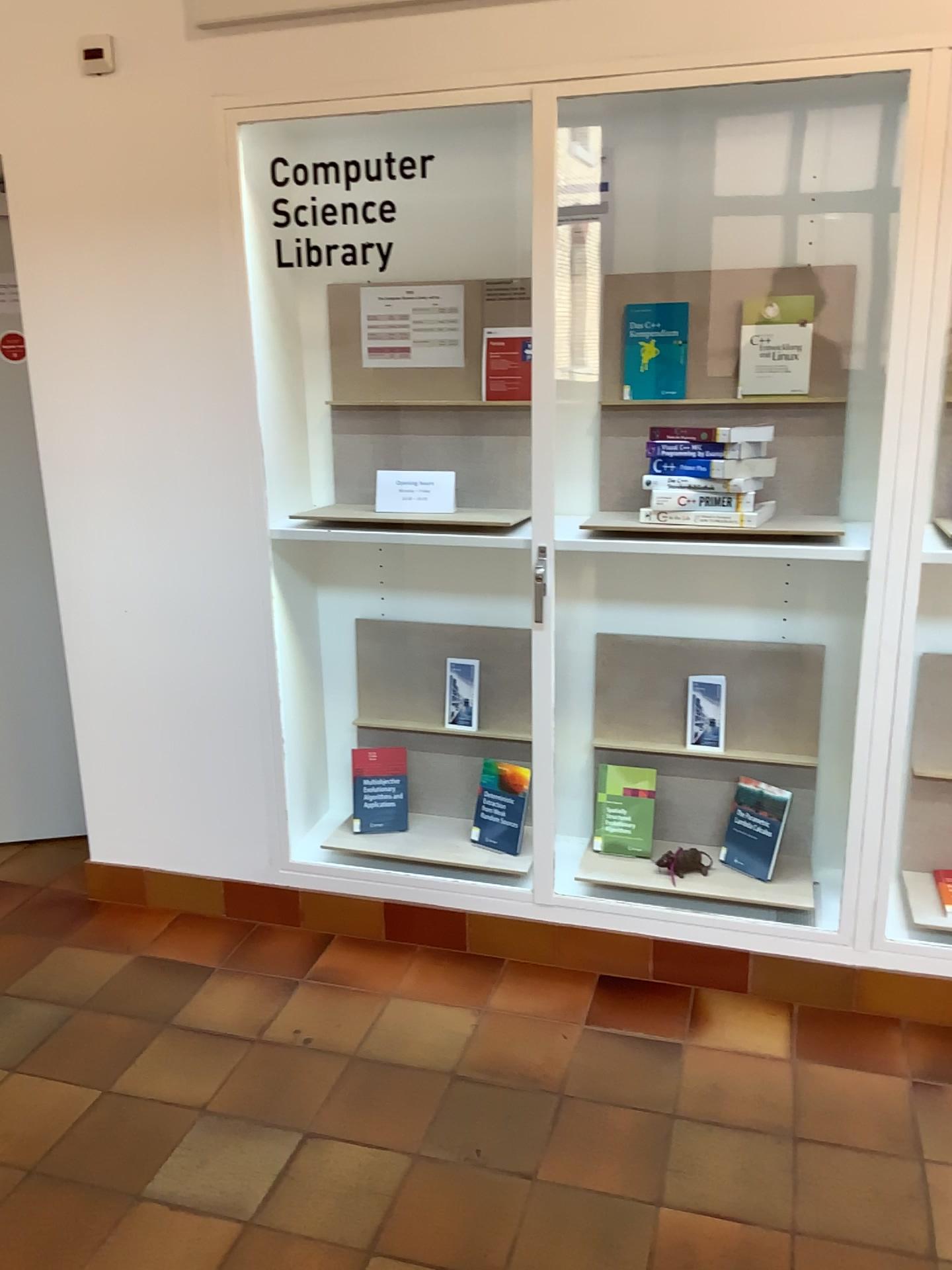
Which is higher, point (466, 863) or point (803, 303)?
point (803, 303)

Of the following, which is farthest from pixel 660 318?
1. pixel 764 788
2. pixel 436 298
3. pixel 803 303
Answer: pixel 764 788

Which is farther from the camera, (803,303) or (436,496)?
(436,496)

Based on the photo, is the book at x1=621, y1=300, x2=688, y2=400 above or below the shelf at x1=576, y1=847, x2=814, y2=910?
above

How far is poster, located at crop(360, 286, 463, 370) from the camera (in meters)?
2.85

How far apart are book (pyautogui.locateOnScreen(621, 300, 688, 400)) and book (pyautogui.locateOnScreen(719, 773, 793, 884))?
1.1m

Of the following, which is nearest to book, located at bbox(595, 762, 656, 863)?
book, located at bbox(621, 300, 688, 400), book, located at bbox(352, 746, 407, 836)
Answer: book, located at bbox(352, 746, 407, 836)

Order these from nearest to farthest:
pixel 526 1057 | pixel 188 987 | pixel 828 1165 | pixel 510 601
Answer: pixel 828 1165
pixel 526 1057
pixel 188 987
pixel 510 601

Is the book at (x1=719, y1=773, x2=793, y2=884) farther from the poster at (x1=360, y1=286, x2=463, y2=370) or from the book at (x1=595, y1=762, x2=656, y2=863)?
the poster at (x1=360, y1=286, x2=463, y2=370)

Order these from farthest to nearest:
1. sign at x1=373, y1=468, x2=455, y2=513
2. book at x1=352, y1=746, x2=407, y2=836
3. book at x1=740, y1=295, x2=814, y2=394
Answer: book at x1=352, y1=746, x2=407, y2=836 < sign at x1=373, y1=468, x2=455, y2=513 < book at x1=740, y1=295, x2=814, y2=394
